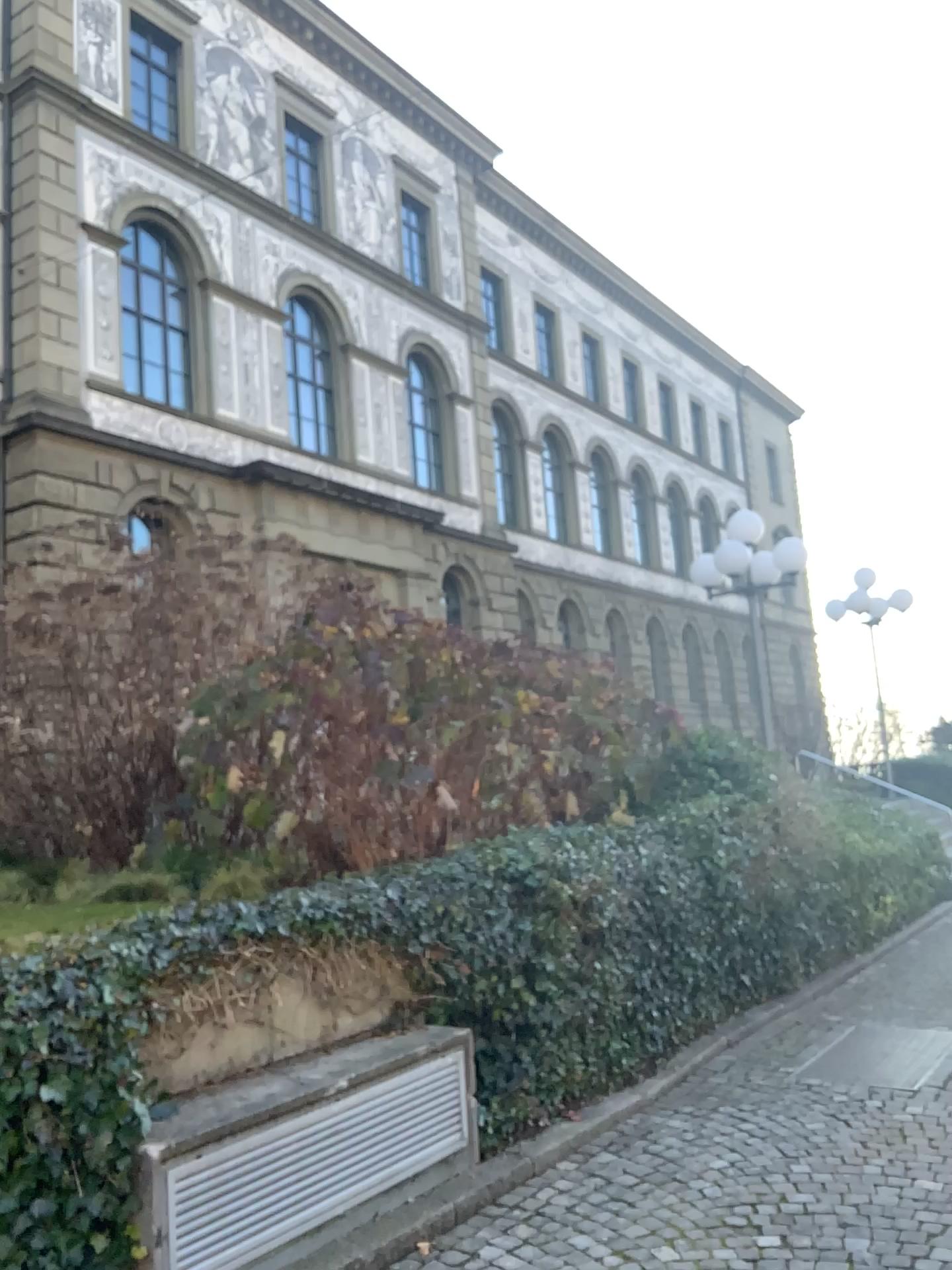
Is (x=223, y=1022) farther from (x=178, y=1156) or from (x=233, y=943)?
(x=178, y=1156)
